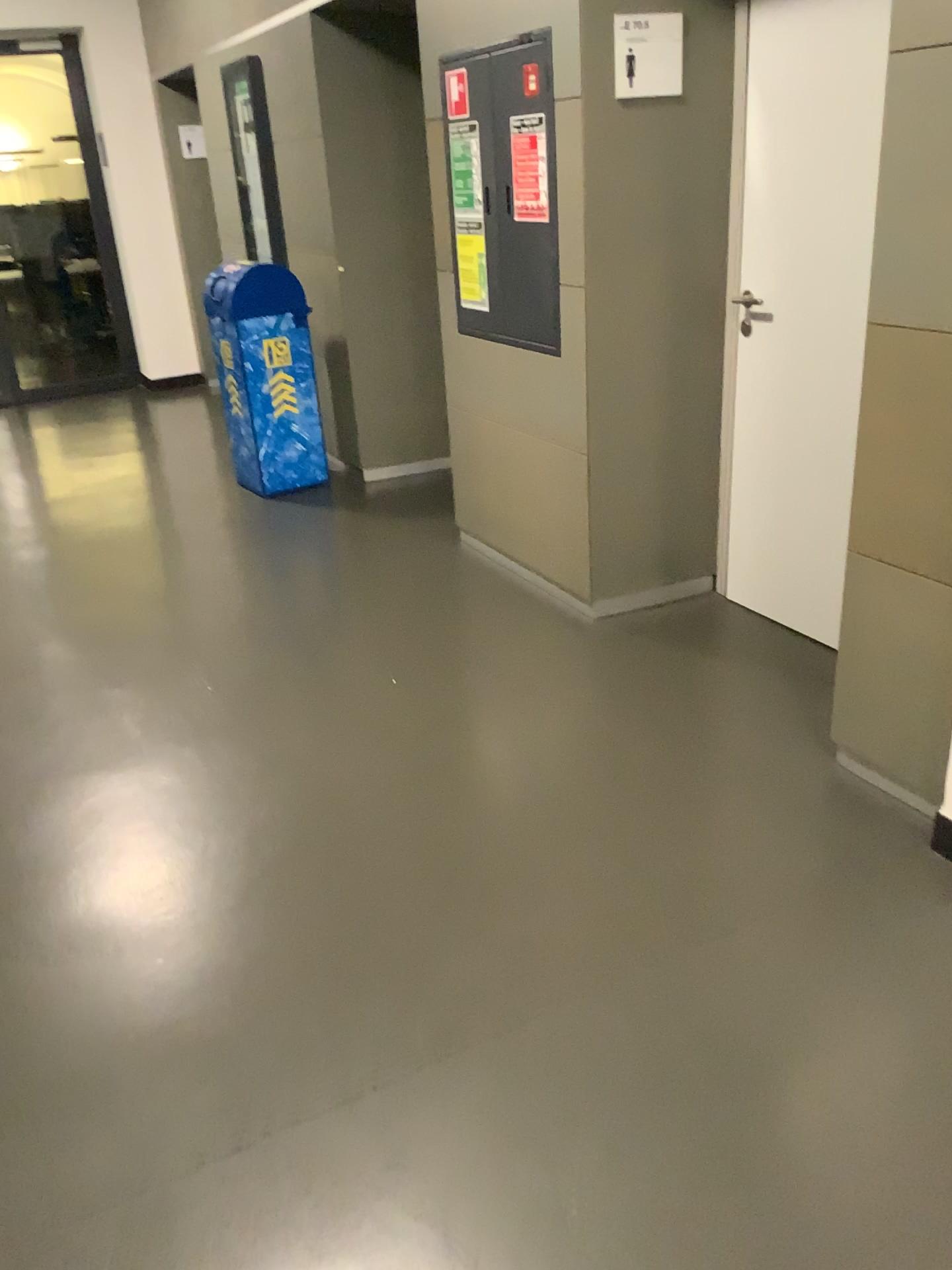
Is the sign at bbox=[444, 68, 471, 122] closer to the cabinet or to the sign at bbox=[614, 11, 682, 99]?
the cabinet

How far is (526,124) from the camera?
3.26m

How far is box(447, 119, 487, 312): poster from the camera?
3.5m

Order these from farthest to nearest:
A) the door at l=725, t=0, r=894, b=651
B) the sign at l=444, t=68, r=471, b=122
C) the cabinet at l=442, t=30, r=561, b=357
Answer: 1. the sign at l=444, t=68, r=471, b=122
2. the cabinet at l=442, t=30, r=561, b=357
3. the door at l=725, t=0, r=894, b=651

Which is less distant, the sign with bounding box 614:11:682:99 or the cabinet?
the sign with bounding box 614:11:682:99

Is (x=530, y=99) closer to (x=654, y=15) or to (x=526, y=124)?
(x=526, y=124)

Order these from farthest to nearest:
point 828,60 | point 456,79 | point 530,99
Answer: point 456,79, point 530,99, point 828,60

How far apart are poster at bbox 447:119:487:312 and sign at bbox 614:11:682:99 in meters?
0.6

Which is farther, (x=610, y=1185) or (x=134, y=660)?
(x=134, y=660)

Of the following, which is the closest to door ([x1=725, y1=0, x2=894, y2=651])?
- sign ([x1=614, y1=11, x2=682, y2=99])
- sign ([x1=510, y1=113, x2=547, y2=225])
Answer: sign ([x1=614, y1=11, x2=682, y2=99])
